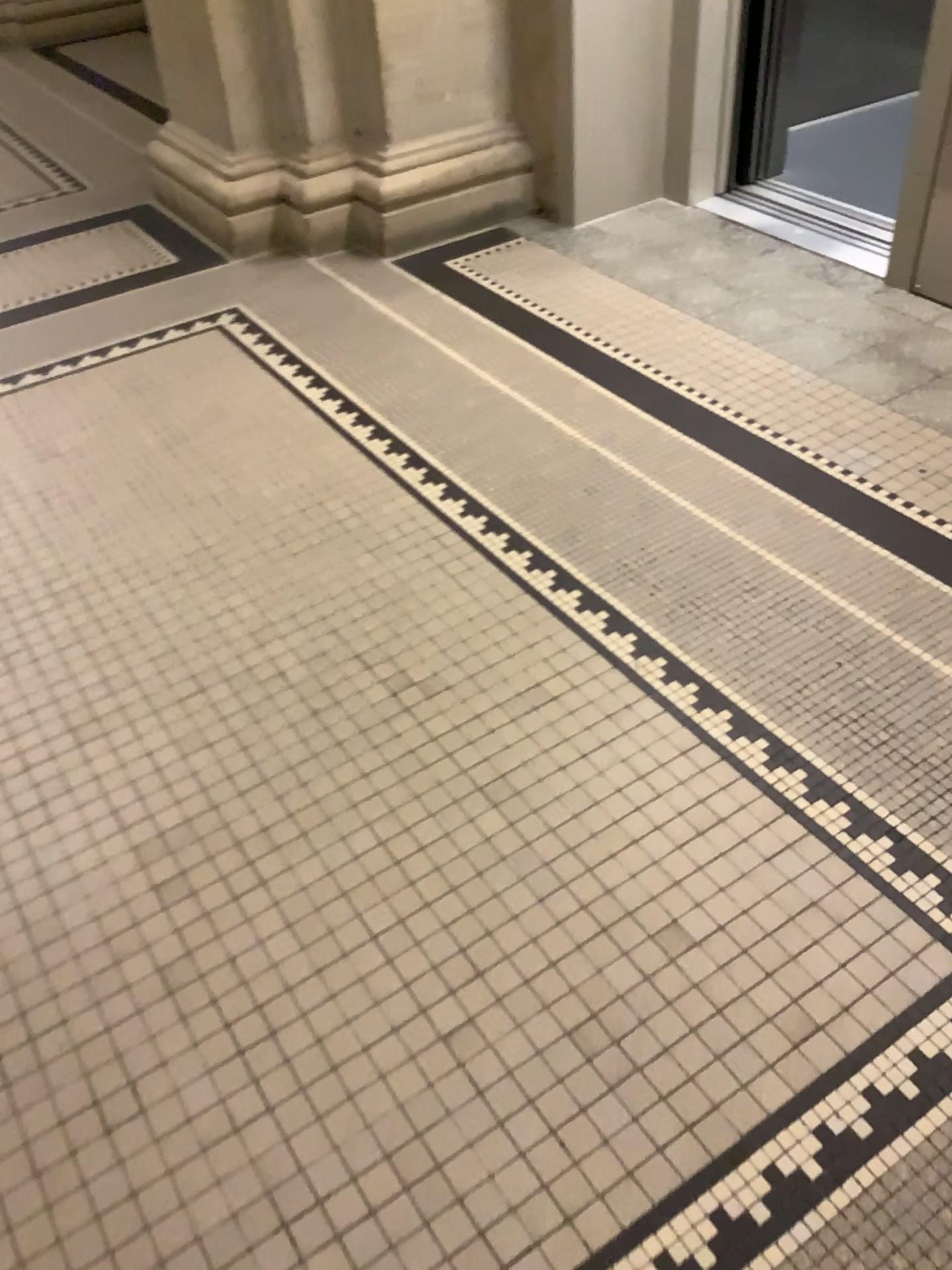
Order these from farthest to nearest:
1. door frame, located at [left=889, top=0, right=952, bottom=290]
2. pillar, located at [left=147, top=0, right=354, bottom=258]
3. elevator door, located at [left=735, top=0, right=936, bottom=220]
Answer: elevator door, located at [left=735, top=0, right=936, bottom=220] → pillar, located at [left=147, top=0, right=354, bottom=258] → door frame, located at [left=889, top=0, right=952, bottom=290]

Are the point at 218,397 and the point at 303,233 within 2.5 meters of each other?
yes

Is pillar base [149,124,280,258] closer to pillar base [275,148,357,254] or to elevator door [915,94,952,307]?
pillar base [275,148,357,254]

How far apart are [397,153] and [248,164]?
0.5m

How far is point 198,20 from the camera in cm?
309

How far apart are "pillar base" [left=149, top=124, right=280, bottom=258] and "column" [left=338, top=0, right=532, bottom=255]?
0.3m

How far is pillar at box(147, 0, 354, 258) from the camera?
3.1 meters

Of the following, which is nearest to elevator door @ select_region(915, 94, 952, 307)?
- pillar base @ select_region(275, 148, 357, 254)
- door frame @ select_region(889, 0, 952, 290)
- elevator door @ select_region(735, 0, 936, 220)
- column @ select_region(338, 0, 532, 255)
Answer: door frame @ select_region(889, 0, 952, 290)

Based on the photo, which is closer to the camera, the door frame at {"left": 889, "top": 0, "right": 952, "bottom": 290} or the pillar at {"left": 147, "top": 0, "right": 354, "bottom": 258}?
the door frame at {"left": 889, "top": 0, "right": 952, "bottom": 290}

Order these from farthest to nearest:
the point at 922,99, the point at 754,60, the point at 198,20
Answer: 1. the point at 754,60
2. the point at 198,20
3. the point at 922,99
